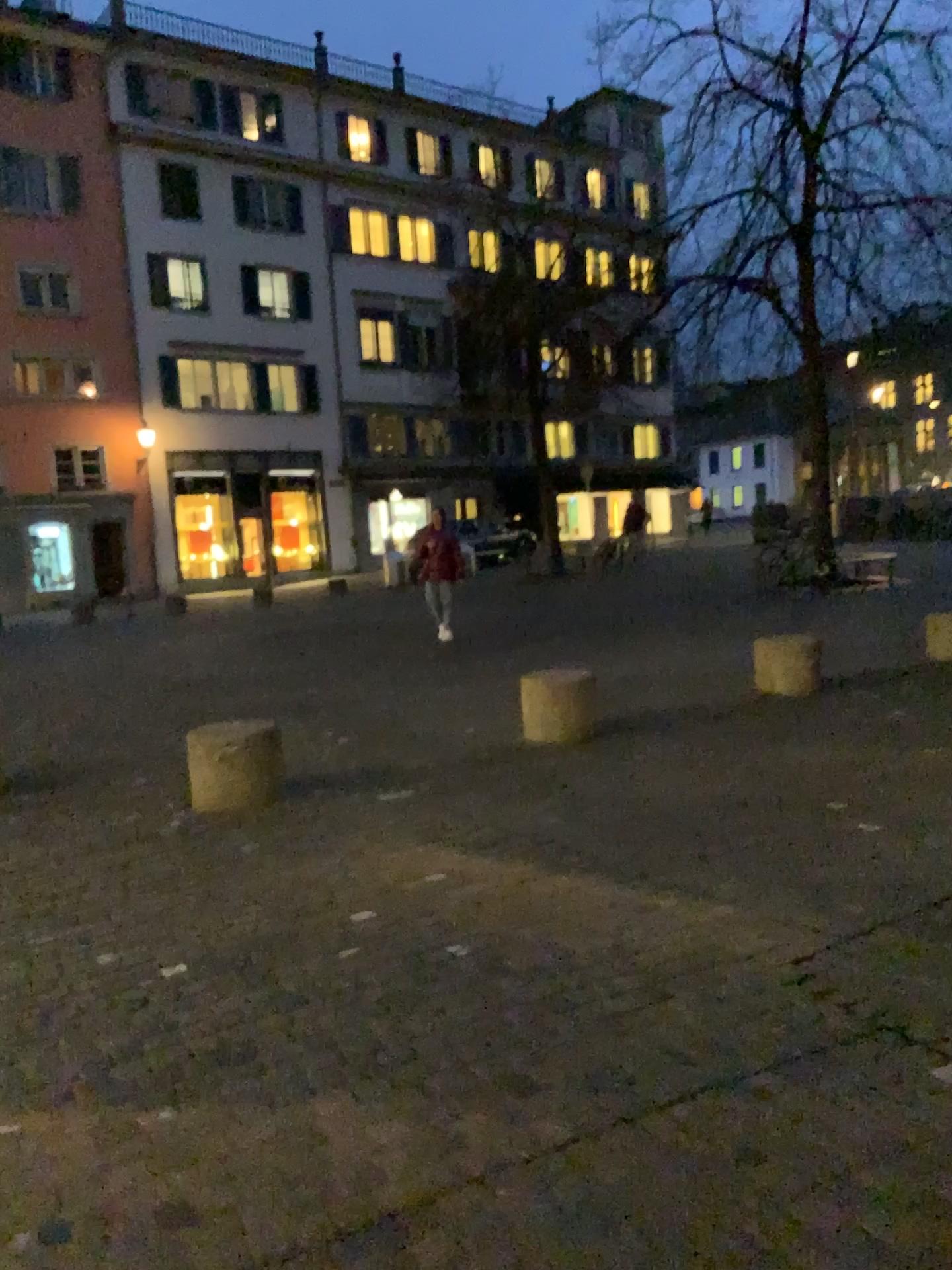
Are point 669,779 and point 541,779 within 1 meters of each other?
yes
